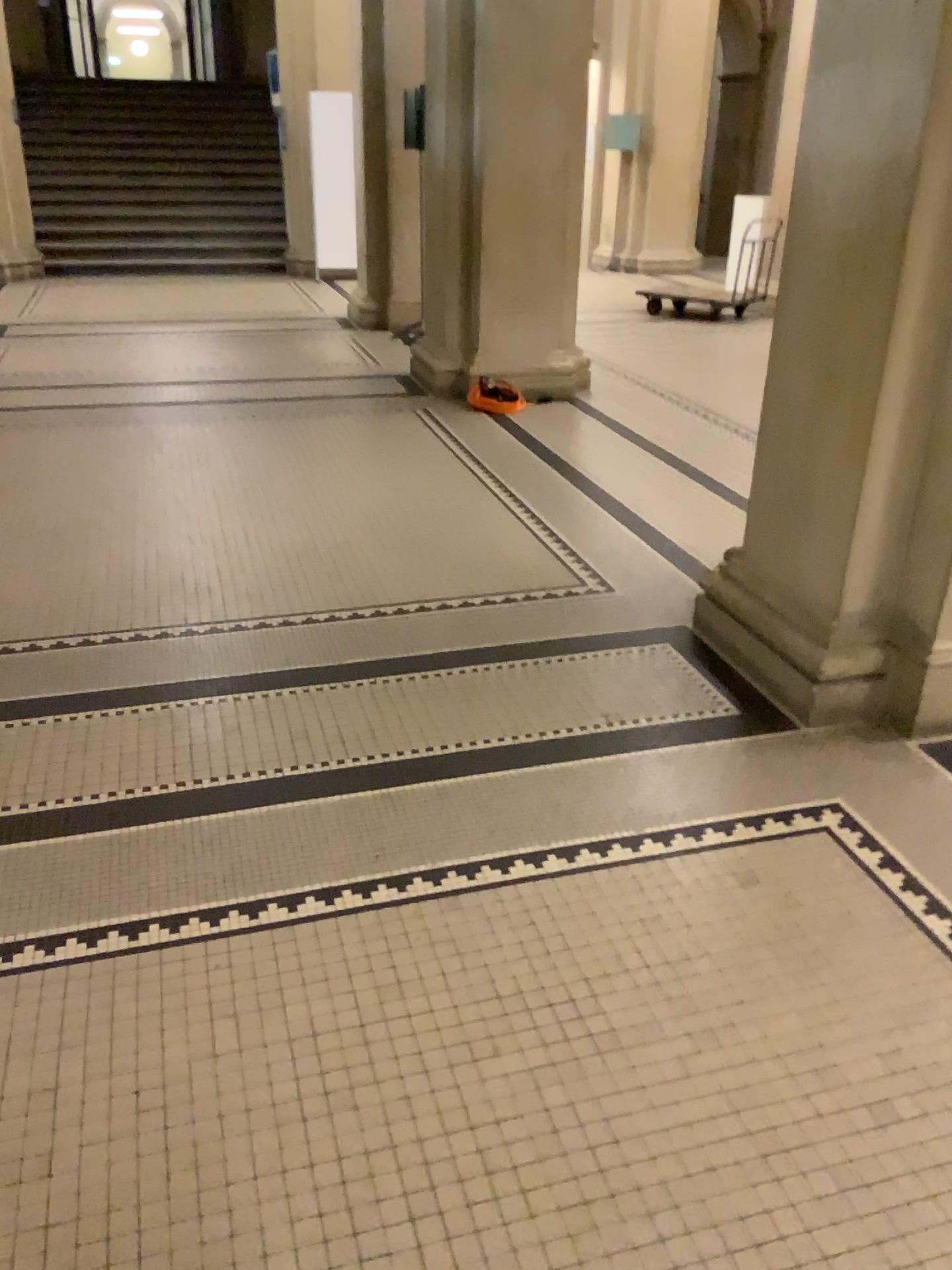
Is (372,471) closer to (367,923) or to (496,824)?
(496,824)
